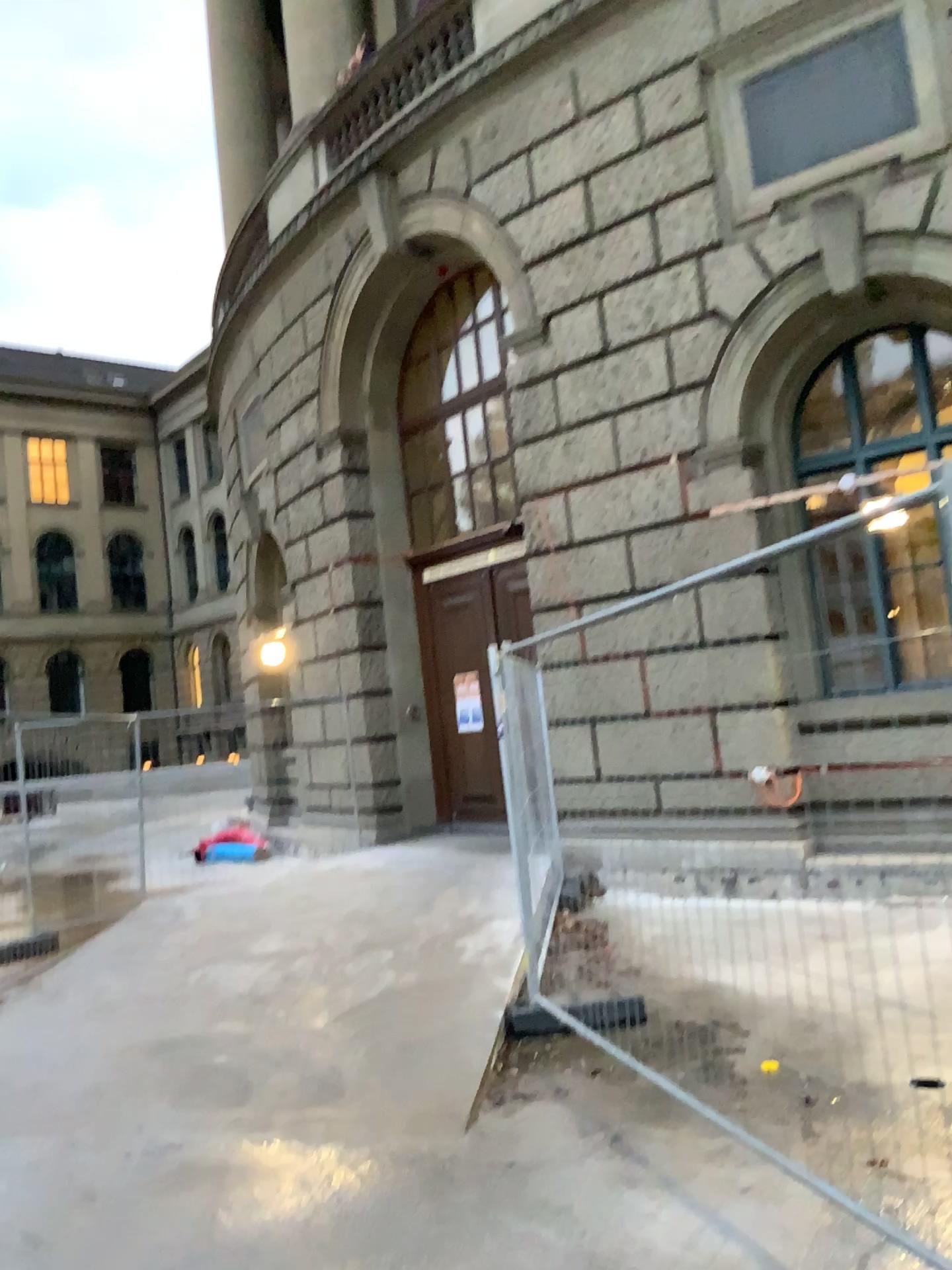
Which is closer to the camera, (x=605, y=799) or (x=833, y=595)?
(x=833, y=595)
